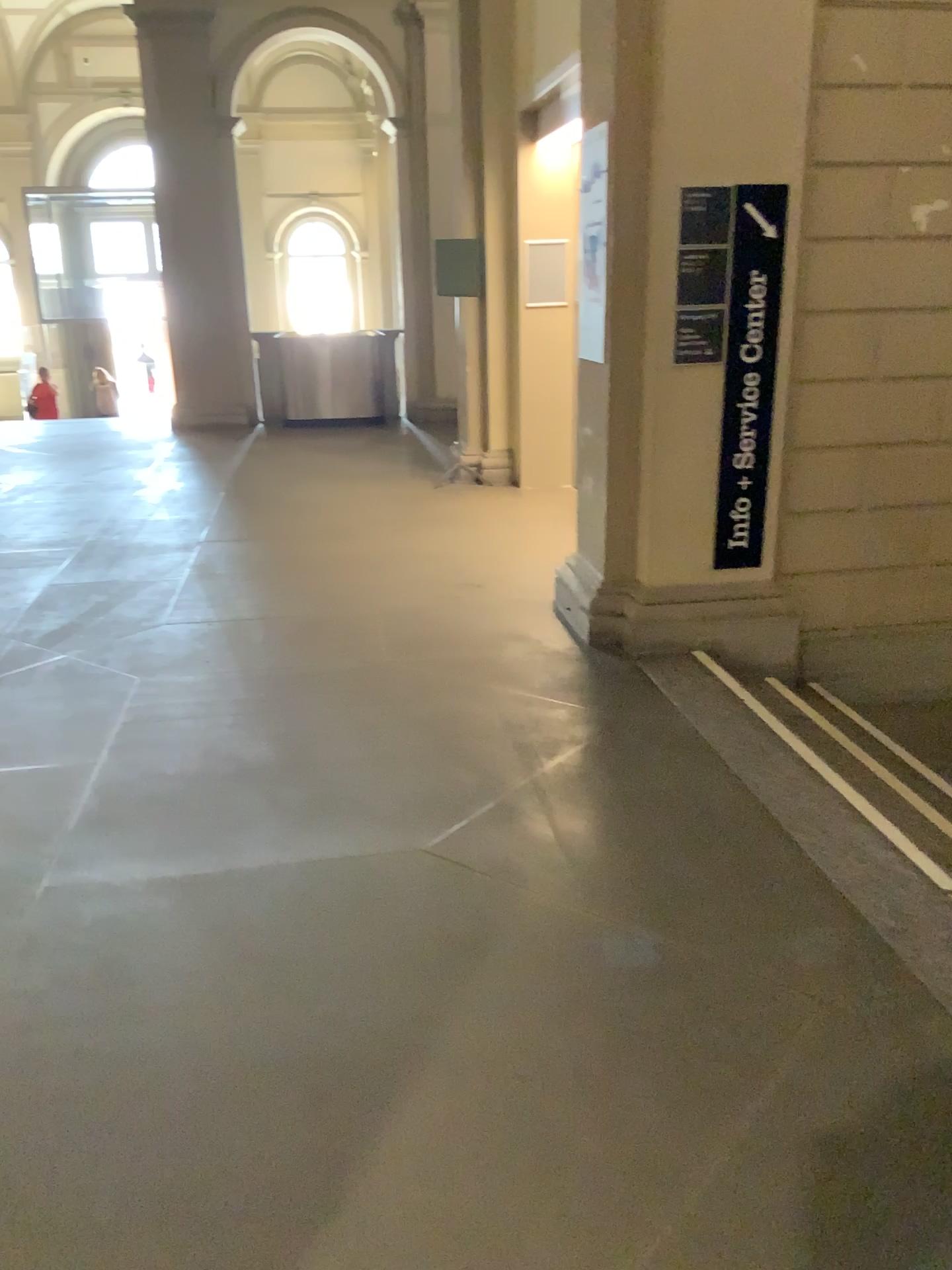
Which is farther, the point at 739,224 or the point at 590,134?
the point at 590,134

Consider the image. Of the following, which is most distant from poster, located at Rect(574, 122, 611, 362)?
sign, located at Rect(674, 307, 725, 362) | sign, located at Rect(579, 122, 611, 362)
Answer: sign, located at Rect(674, 307, 725, 362)

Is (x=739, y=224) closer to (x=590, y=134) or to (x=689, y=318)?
(x=689, y=318)

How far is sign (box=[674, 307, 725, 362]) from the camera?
4.1m

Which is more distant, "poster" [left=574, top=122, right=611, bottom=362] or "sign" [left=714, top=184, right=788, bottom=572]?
"poster" [left=574, top=122, right=611, bottom=362]

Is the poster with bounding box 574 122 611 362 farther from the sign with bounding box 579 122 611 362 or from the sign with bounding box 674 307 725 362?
the sign with bounding box 674 307 725 362

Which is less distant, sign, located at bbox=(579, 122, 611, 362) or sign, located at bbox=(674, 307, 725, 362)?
sign, located at bbox=(674, 307, 725, 362)

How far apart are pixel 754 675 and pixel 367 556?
2.4 meters

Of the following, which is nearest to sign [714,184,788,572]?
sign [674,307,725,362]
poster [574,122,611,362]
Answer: sign [674,307,725,362]

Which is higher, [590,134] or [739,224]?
[590,134]
